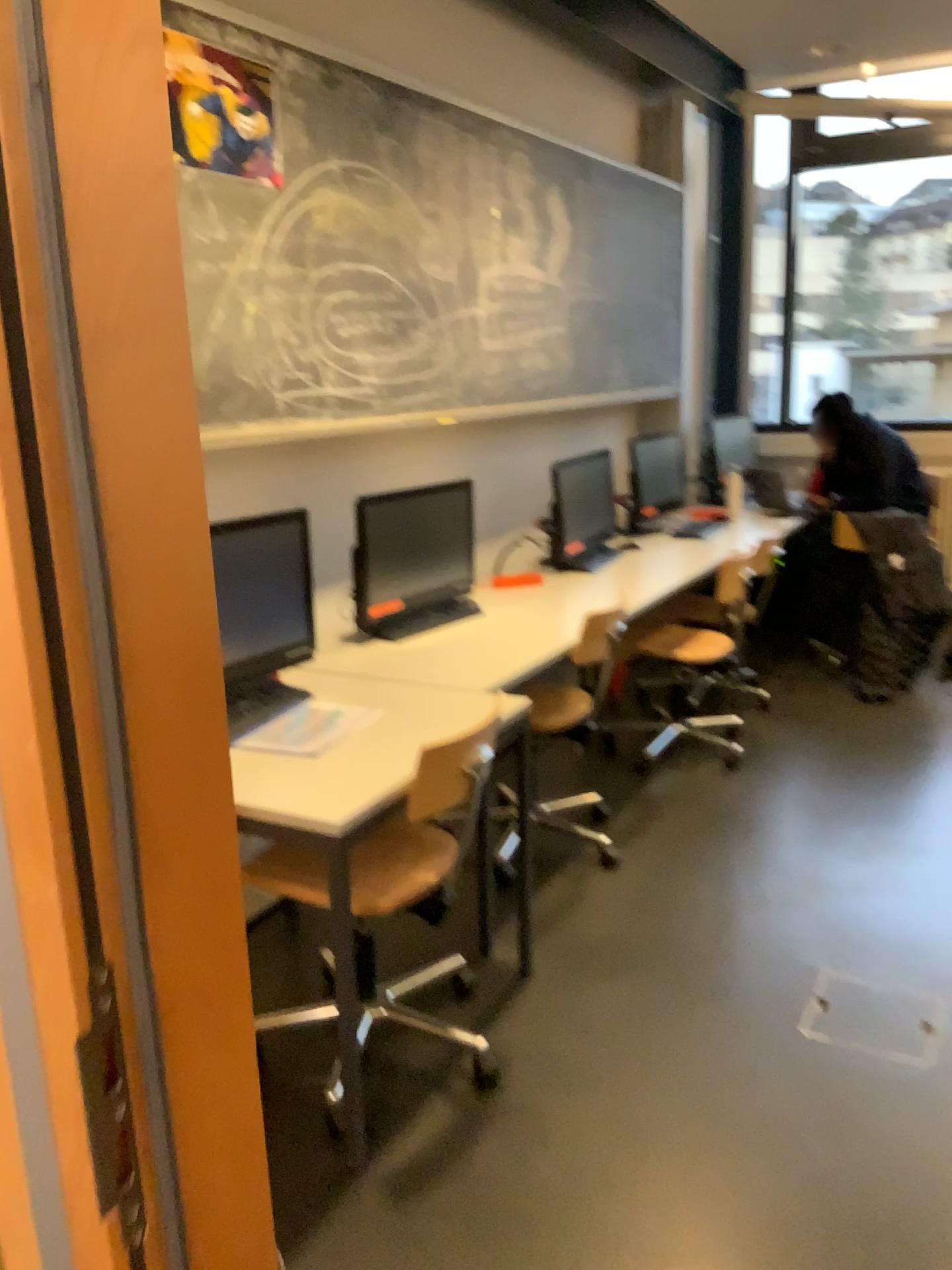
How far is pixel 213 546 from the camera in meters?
2.6 m

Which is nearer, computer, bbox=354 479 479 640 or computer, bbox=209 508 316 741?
computer, bbox=209 508 316 741

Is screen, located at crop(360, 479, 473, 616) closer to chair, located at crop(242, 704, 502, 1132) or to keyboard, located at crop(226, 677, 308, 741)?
keyboard, located at crop(226, 677, 308, 741)

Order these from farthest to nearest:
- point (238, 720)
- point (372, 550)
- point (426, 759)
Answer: point (372, 550) < point (238, 720) < point (426, 759)

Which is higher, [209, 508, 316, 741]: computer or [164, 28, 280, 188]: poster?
[164, 28, 280, 188]: poster

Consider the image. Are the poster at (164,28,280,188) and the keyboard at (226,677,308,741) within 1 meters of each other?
no

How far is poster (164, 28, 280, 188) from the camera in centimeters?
253cm

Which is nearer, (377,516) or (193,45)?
(193,45)

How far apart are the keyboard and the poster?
1.3m

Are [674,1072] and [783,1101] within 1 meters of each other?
yes
